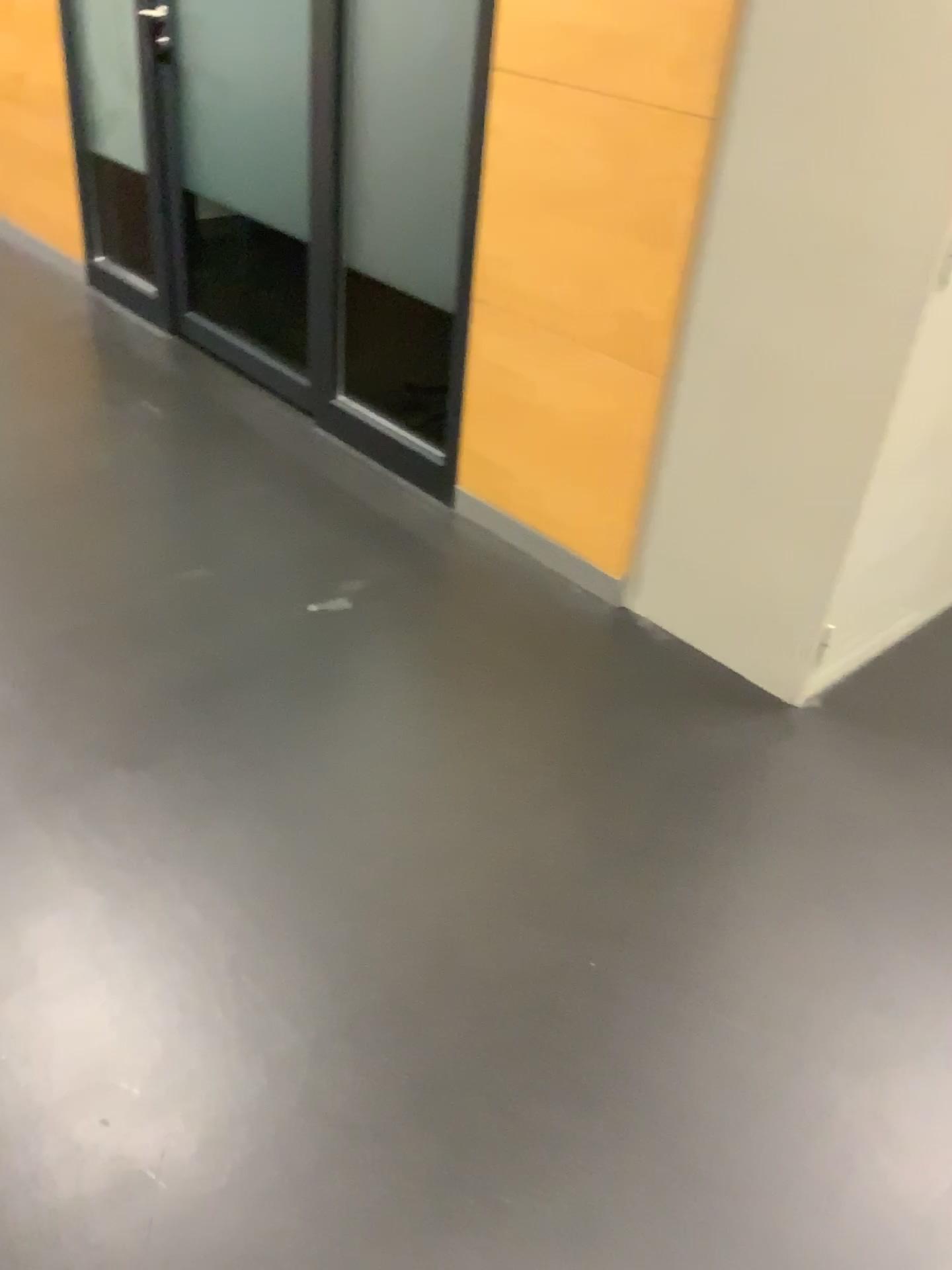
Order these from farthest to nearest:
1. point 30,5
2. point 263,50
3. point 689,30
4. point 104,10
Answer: point 30,5, point 104,10, point 263,50, point 689,30

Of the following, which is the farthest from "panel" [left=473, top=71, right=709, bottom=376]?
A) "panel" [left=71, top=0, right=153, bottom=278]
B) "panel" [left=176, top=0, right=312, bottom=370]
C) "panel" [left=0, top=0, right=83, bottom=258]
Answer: "panel" [left=0, top=0, right=83, bottom=258]

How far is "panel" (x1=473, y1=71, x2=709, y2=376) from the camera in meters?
2.1 m

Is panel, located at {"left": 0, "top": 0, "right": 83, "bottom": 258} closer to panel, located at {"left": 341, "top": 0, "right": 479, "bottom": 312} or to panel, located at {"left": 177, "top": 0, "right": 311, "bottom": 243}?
panel, located at {"left": 177, "top": 0, "right": 311, "bottom": 243}

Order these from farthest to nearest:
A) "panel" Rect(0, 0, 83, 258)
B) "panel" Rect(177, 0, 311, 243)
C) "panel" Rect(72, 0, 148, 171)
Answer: "panel" Rect(0, 0, 83, 258) < "panel" Rect(72, 0, 148, 171) < "panel" Rect(177, 0, 311, 243)

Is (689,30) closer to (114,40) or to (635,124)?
(635,124)

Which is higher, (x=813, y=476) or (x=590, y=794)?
(x=813, y=476)

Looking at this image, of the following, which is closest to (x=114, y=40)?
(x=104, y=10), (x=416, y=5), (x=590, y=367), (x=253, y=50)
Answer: (x=104, y=10)

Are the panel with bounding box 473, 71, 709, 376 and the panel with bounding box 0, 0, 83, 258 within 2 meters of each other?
no

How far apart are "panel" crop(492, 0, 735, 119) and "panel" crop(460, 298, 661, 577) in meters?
0.5
